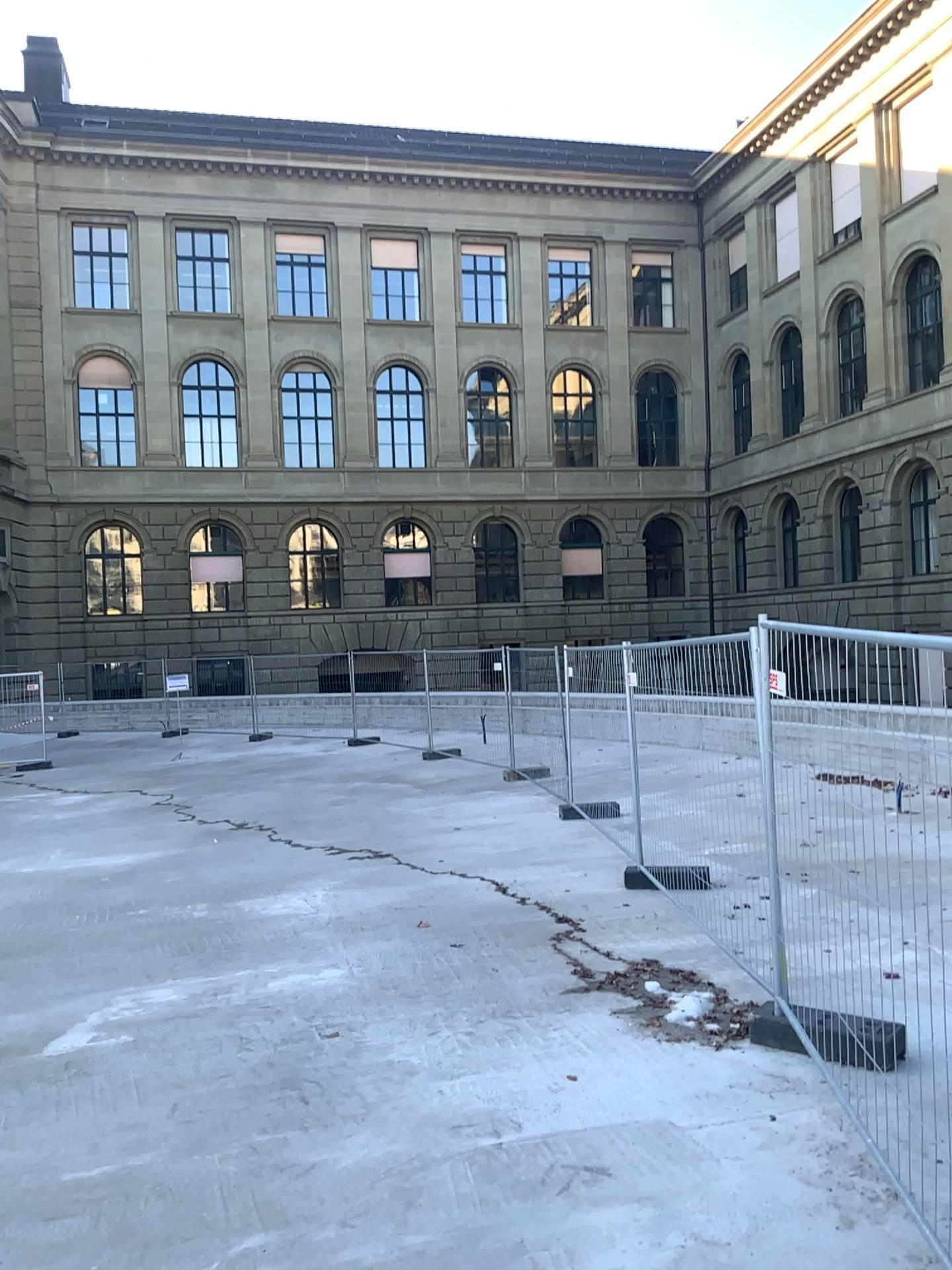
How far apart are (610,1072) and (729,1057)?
0.6m
